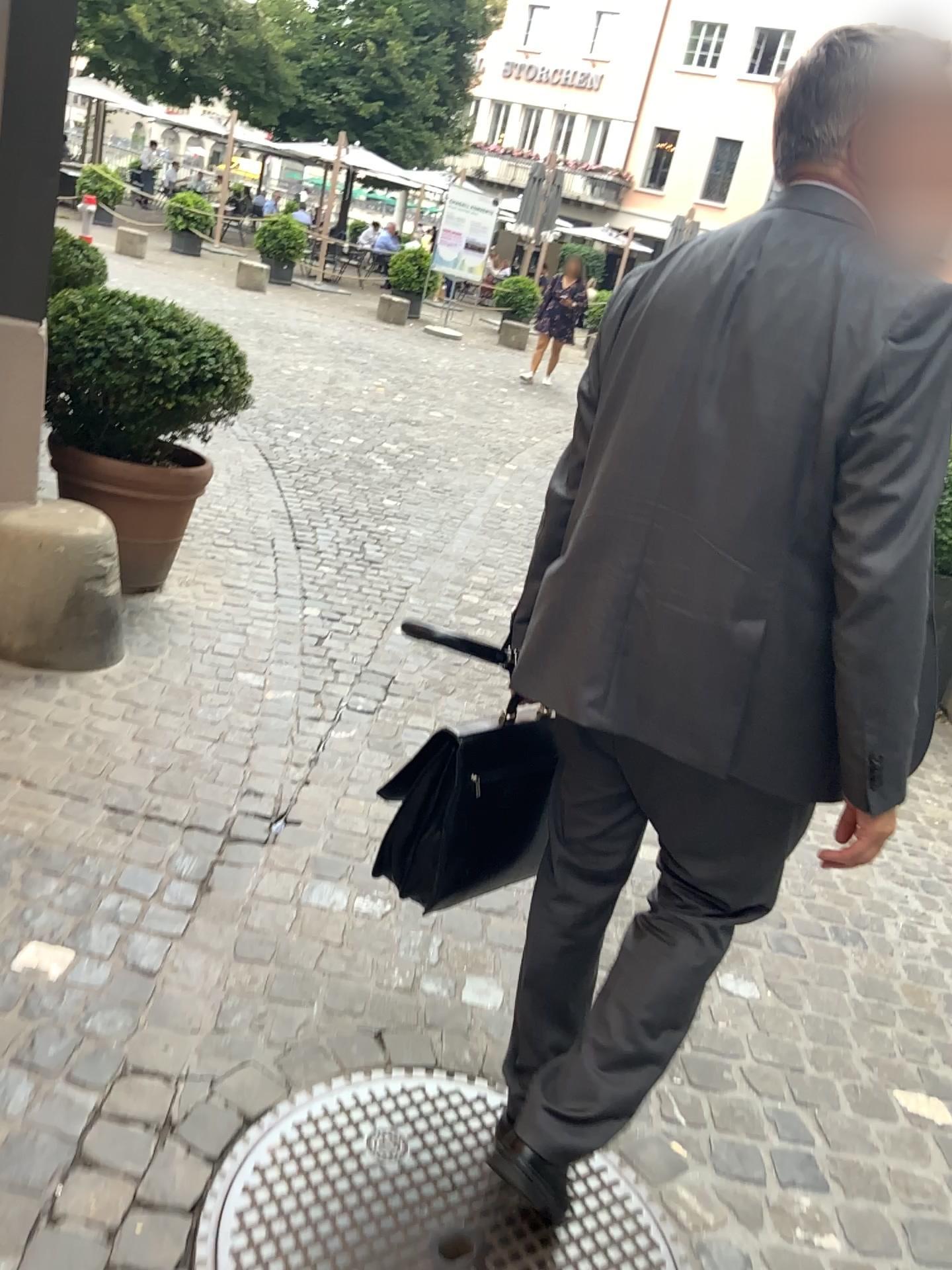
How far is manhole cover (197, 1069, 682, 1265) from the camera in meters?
1.5 m

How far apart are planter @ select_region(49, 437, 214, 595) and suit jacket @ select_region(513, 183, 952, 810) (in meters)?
2.43

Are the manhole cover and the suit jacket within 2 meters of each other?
yes

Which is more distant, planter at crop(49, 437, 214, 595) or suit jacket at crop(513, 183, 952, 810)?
planter at crop(49, 437, 214, 595)

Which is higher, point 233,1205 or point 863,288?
point 863,288

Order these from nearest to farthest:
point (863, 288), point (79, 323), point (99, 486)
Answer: point (863, 288)
point (79, 323)
point (99, 486)

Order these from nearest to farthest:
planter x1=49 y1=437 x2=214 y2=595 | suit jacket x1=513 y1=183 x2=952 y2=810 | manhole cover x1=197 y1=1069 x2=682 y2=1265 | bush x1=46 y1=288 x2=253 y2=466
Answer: suit jacket x1=513 y1=183 x2=952 y2=810
manhole cover x1=197 y1=1069 x2=682 y2=1265
bush x1=46 y1=288 x2=253 y2=466
planter x1=49 y1=437 x2=214 y2=595

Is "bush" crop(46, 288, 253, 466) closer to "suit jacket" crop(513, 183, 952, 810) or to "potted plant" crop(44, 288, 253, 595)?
"potted plant" crop(44, 288, 253, 595)

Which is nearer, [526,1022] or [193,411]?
[526,1022]

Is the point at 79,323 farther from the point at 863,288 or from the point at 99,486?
the point at 863,288
